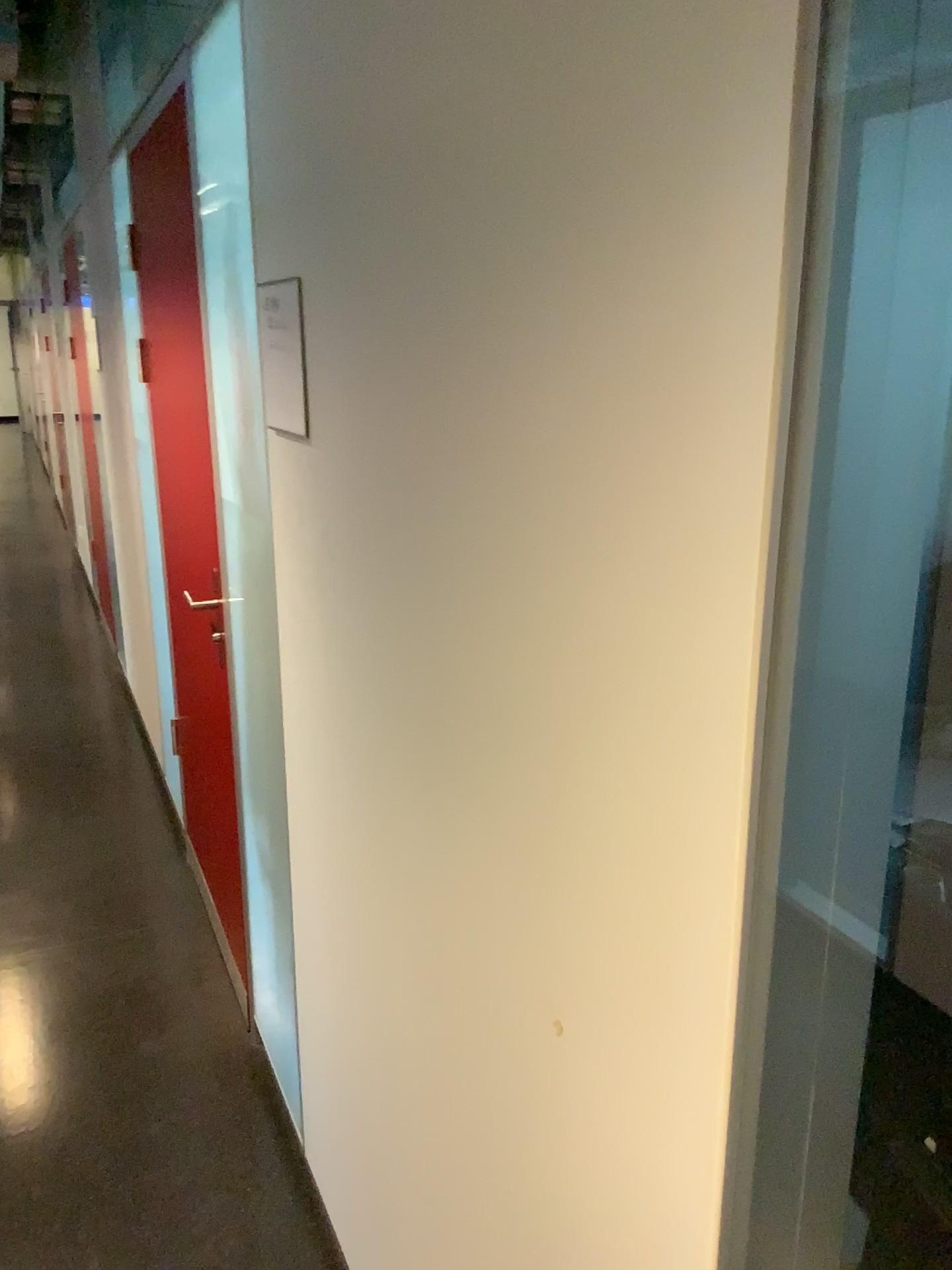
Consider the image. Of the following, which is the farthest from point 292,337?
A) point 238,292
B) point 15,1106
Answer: point 15,1106

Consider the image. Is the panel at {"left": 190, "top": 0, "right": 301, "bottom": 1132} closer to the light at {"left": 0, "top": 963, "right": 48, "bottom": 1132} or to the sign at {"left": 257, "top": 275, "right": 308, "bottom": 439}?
the sign at {"left": 257, "top": 275, "right": 308, "bottom": 439}

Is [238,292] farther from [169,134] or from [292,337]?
[169,134]

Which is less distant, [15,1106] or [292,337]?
[292,337]

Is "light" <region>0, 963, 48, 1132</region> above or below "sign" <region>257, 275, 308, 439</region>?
below

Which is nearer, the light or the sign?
the sign

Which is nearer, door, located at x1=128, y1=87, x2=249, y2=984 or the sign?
the sign

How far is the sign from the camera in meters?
1.5 m

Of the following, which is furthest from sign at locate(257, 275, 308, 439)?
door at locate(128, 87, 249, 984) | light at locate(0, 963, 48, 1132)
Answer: light at locate(0, 963, 48, 1132)

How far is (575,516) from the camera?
0.8m
